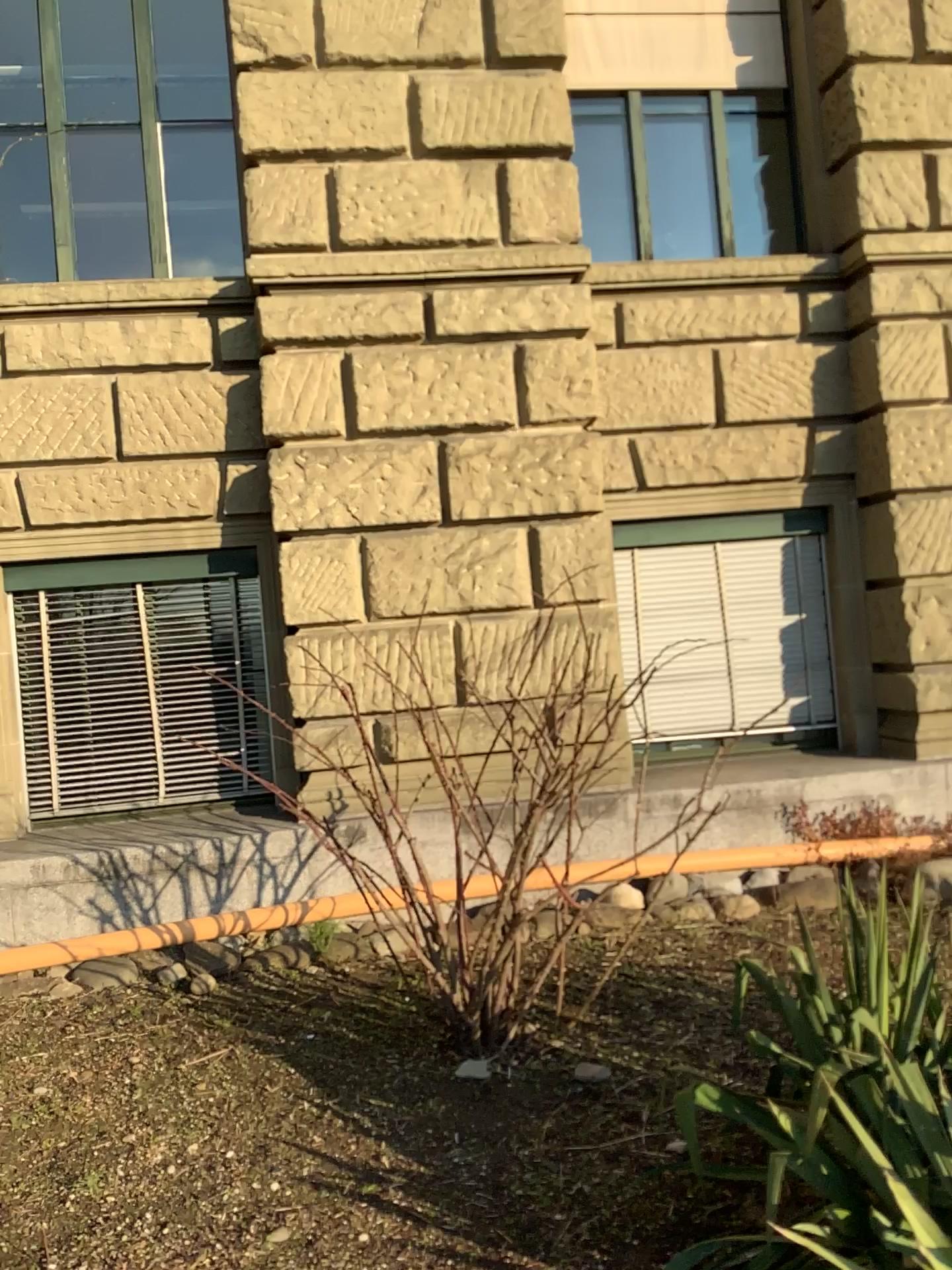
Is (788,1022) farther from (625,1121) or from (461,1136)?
(461,1136)
